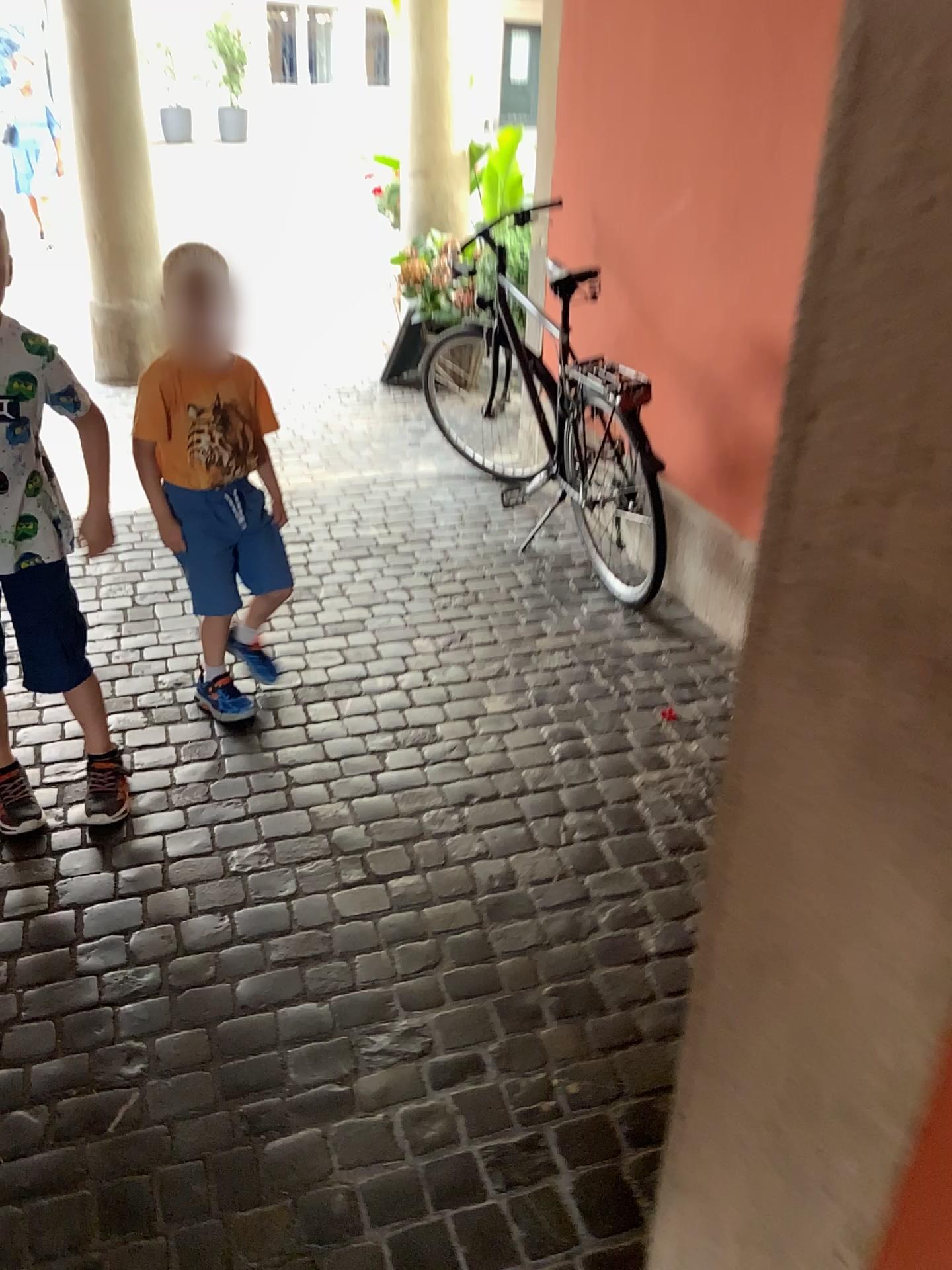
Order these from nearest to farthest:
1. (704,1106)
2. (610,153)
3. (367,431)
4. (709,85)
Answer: (704,1106)
(709,85)
(610,153)
(367,431)

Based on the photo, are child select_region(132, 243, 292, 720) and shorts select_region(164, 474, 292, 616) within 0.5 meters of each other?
yes

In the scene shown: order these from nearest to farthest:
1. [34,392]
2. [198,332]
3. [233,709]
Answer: [34,392]
[198,332]
[233,709]

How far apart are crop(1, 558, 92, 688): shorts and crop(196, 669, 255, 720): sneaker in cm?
49

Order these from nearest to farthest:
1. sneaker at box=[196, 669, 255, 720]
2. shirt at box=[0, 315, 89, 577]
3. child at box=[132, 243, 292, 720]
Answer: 1. shirt at box=[0, 315, 89, 577]
2. child at box=[132, 243, 292, 720]
3. sneaker at box=[196, 669, 255, 720]

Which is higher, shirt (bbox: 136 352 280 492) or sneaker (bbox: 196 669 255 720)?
shirt (bbox: 136 352 280 492)

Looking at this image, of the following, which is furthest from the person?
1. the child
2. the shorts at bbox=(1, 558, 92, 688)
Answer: the child

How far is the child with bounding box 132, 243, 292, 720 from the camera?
2.31m

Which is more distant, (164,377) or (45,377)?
(164,377)

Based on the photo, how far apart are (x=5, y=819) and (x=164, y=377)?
1.0 meters
